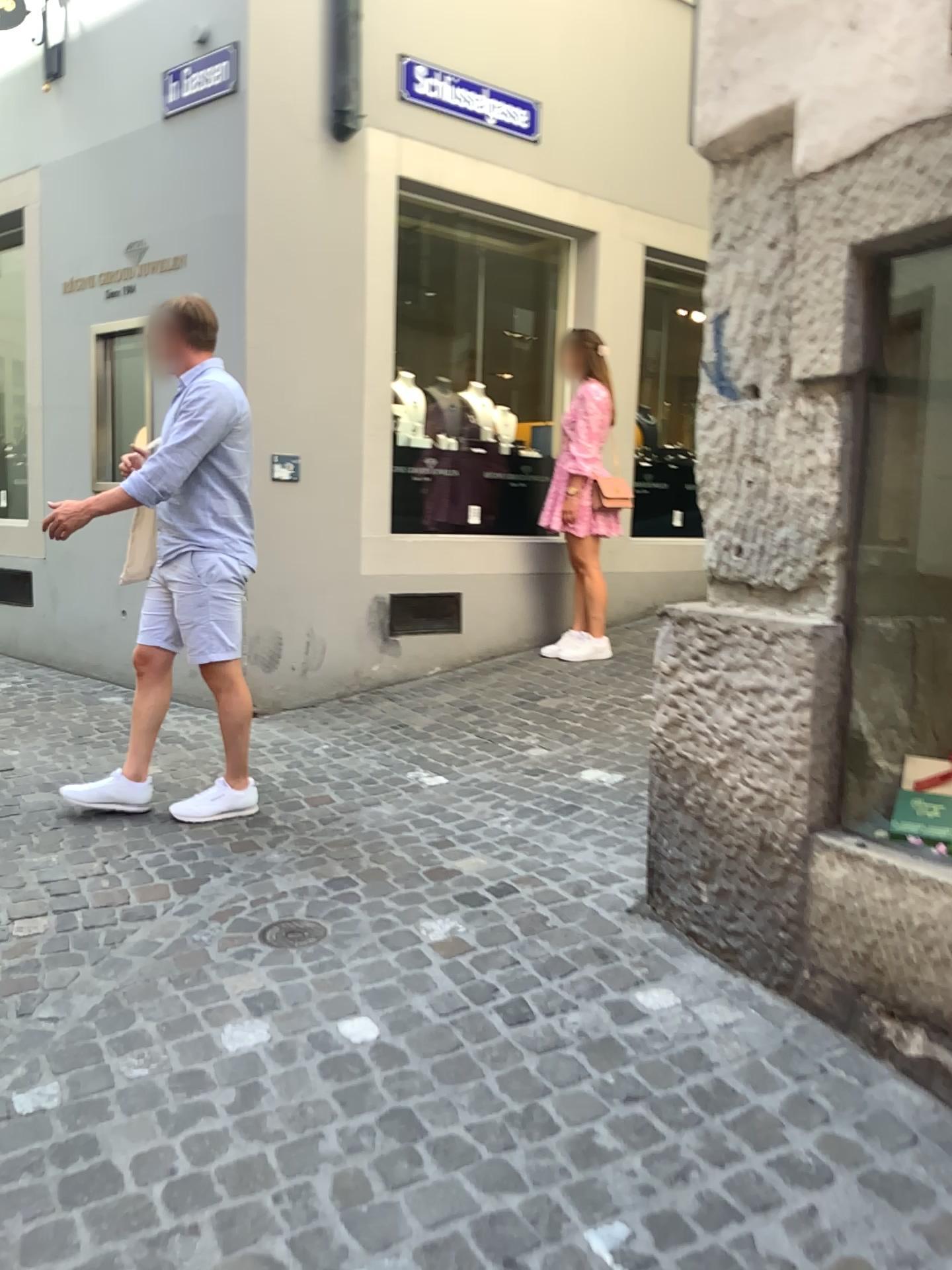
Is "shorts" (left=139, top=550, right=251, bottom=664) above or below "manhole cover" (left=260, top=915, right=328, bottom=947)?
above

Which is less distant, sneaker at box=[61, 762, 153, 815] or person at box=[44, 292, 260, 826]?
person at box=[44, 292, 260, 826]

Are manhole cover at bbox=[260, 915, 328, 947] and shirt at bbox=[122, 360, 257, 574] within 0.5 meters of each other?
no

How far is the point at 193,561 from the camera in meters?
3.4

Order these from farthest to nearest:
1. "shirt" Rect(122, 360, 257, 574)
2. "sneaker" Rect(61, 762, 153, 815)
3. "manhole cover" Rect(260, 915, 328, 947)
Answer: "sneaker" Rect(61, 762, 153, 815) < "shirt" Rect(122, 360, 257, 574) < "manhole cover" Rect(260, 915, 328, 947)

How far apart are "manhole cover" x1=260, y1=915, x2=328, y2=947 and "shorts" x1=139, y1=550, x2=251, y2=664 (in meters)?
0.97

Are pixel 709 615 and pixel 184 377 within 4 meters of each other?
yes

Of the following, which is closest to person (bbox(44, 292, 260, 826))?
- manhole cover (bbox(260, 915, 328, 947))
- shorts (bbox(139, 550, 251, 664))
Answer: shorts (bbox(139, 550, 251, 664))

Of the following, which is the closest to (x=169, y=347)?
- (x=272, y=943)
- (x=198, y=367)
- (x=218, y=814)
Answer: (x=198, y=367)

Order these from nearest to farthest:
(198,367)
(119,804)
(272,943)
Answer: (272,943), (198,367), (119,804)
